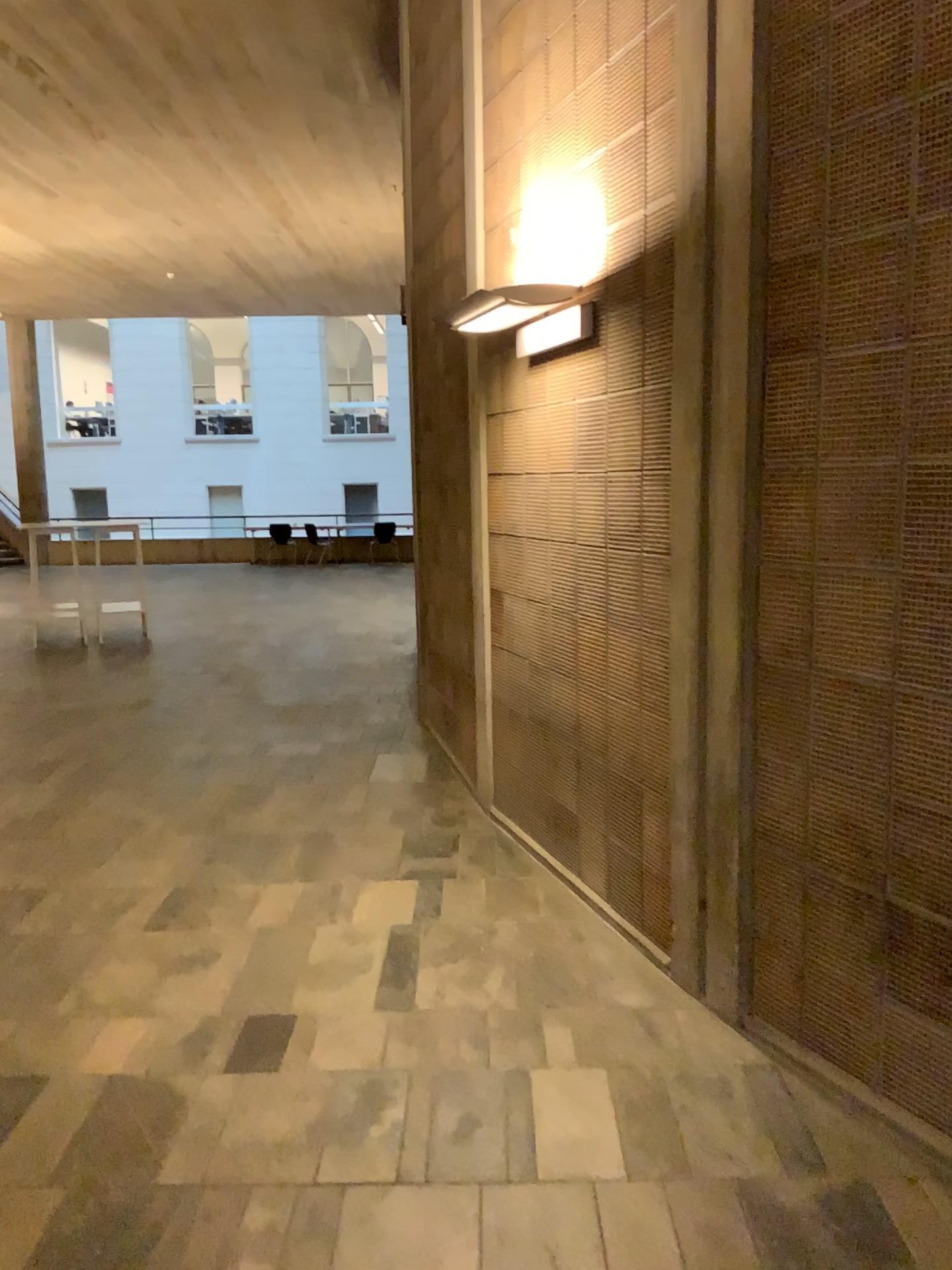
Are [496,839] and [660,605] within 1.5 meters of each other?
no
